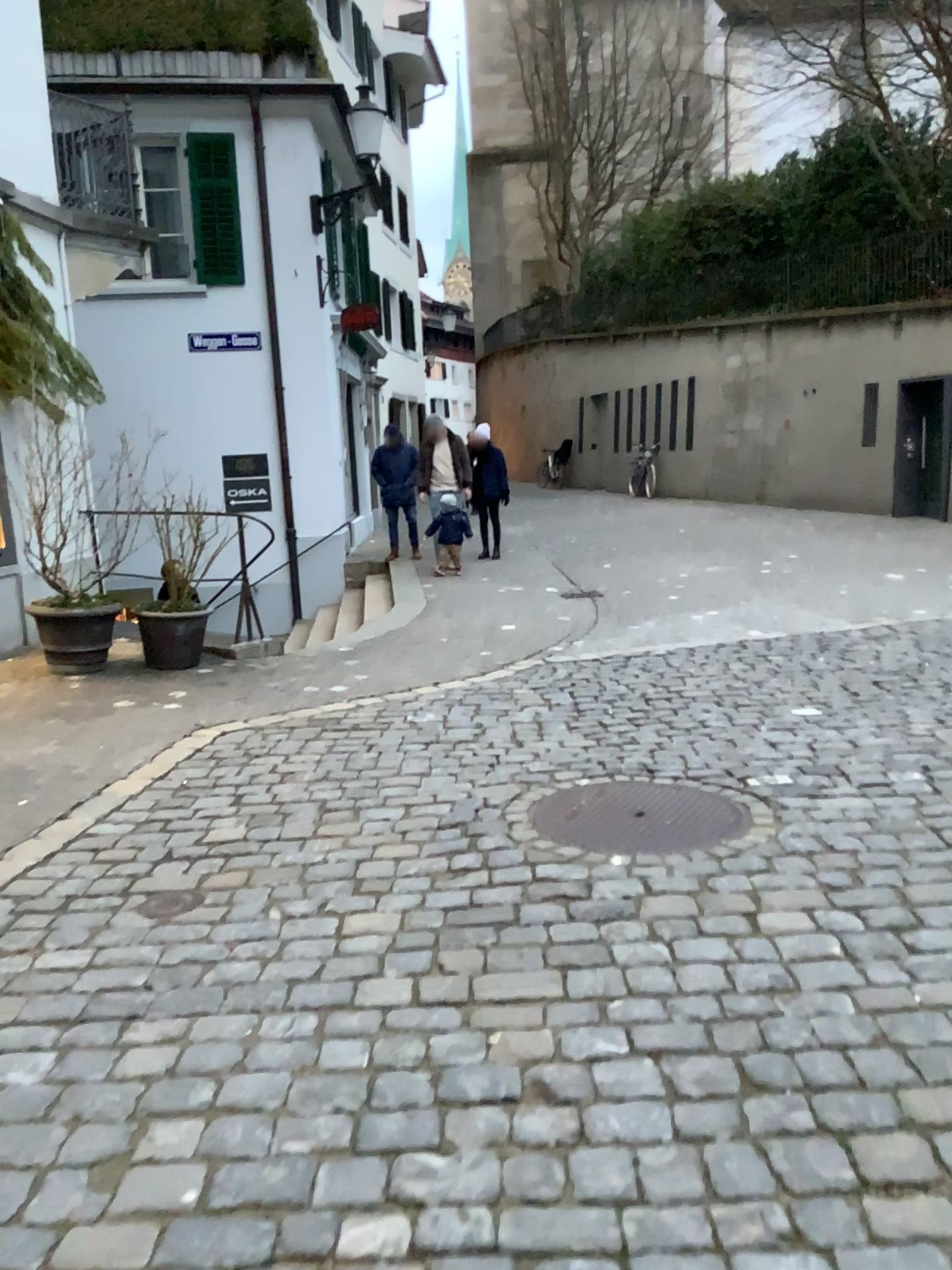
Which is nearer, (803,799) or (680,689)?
(803,799)
